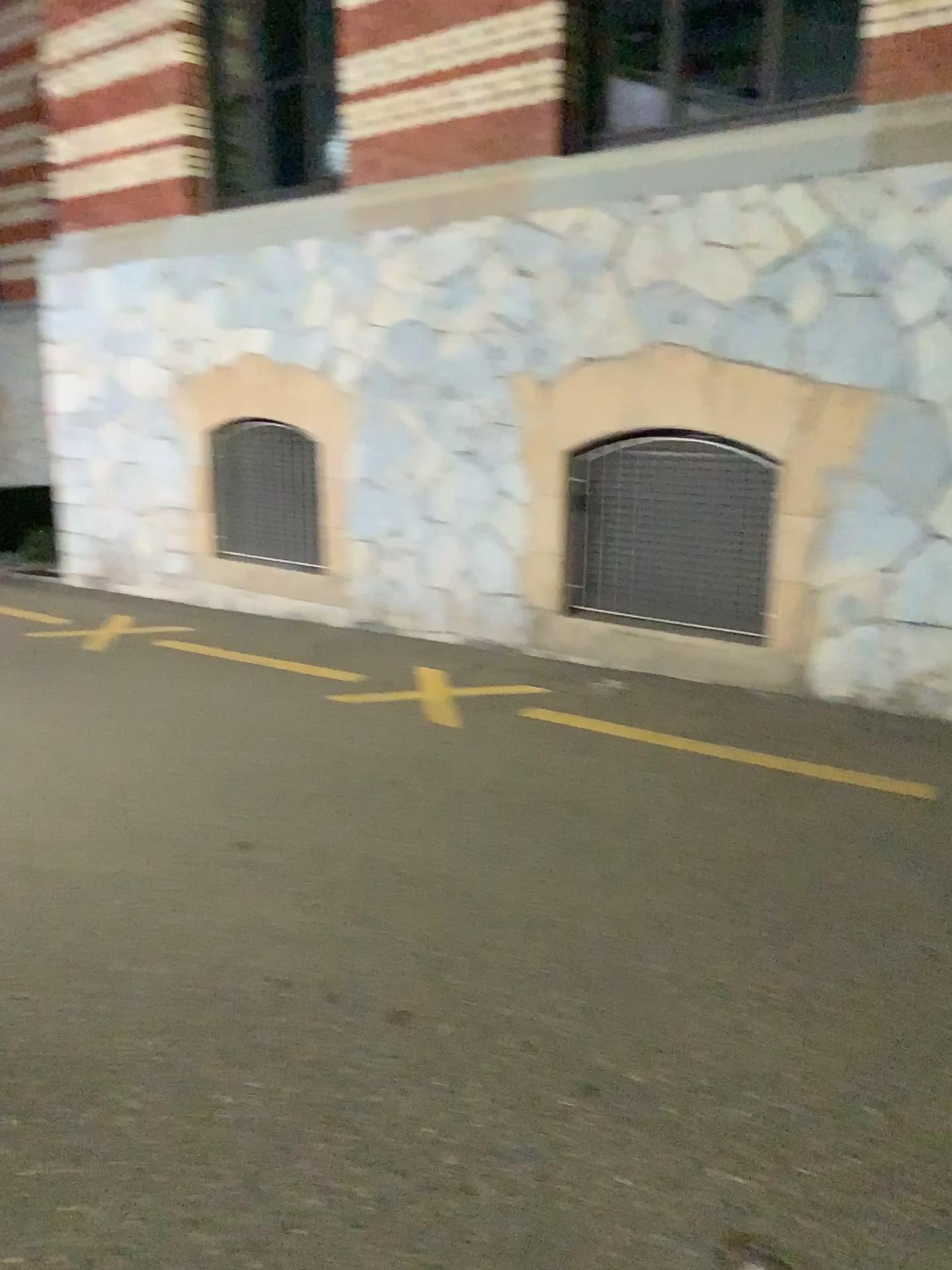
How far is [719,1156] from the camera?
2.2m
